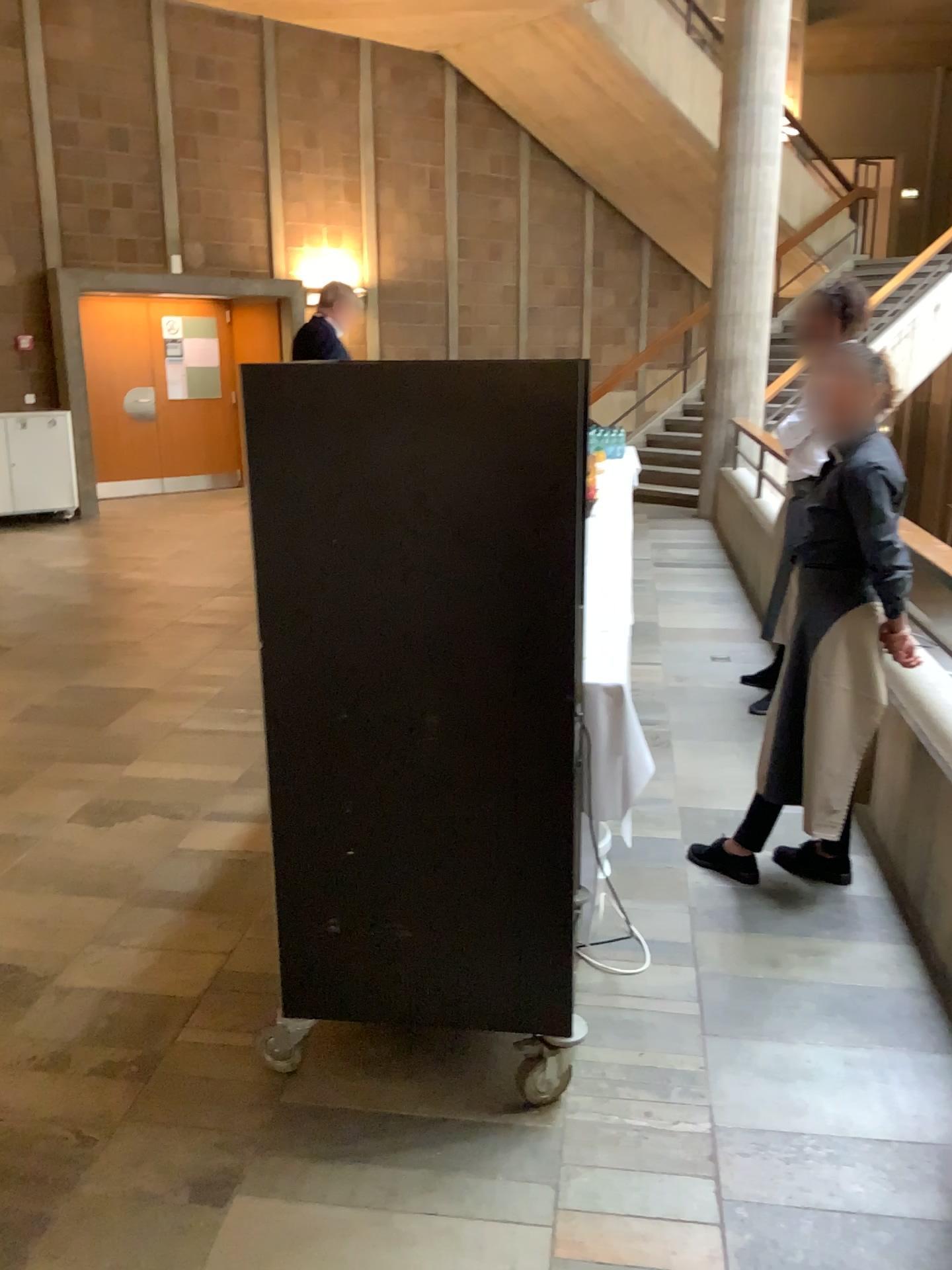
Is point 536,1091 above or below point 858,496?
below

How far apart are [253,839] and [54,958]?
0.80m

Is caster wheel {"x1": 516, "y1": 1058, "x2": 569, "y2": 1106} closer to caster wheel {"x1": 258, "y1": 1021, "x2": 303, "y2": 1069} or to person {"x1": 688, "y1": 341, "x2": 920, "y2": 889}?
caster wheel {"x1": 258, "y1": 1021, "x2": 303, "y2": 1069}

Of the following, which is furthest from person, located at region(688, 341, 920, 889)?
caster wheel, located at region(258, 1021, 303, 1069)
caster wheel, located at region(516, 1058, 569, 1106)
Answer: caster wheel, located at region(258, 1021, 303, 1069)

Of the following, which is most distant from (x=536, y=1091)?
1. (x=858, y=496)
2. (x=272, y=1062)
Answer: (x=858, y=496)

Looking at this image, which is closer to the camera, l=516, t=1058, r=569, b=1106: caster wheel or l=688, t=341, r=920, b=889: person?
l=516, t=1058, r=569, b=1106: caster wheel

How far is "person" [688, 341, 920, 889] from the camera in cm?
277

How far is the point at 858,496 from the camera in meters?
2.8 m

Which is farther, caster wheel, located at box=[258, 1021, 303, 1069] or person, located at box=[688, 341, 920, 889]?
person, located at box=[688, 341, 920, 889]
